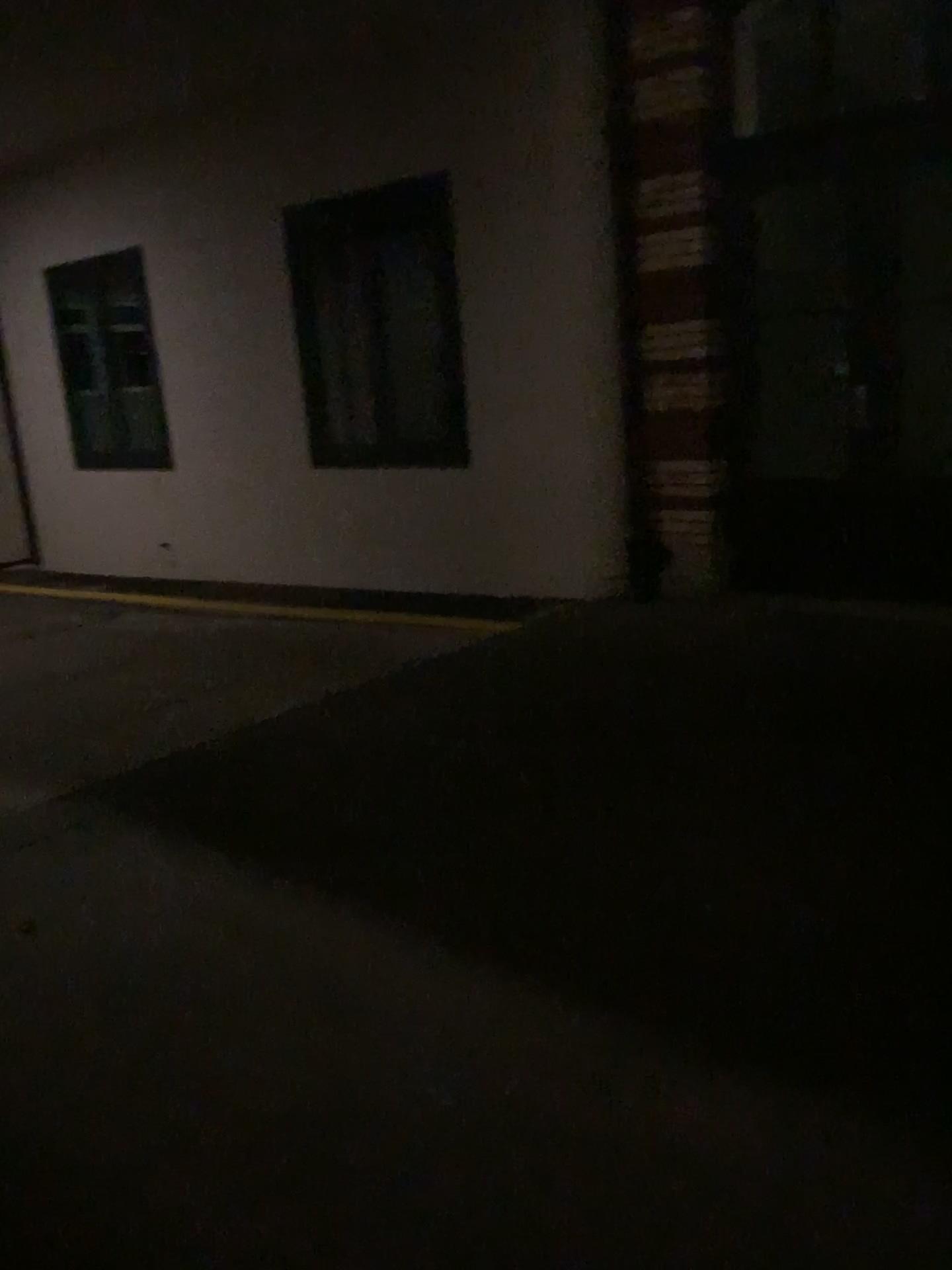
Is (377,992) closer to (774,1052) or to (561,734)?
(774,1052)
